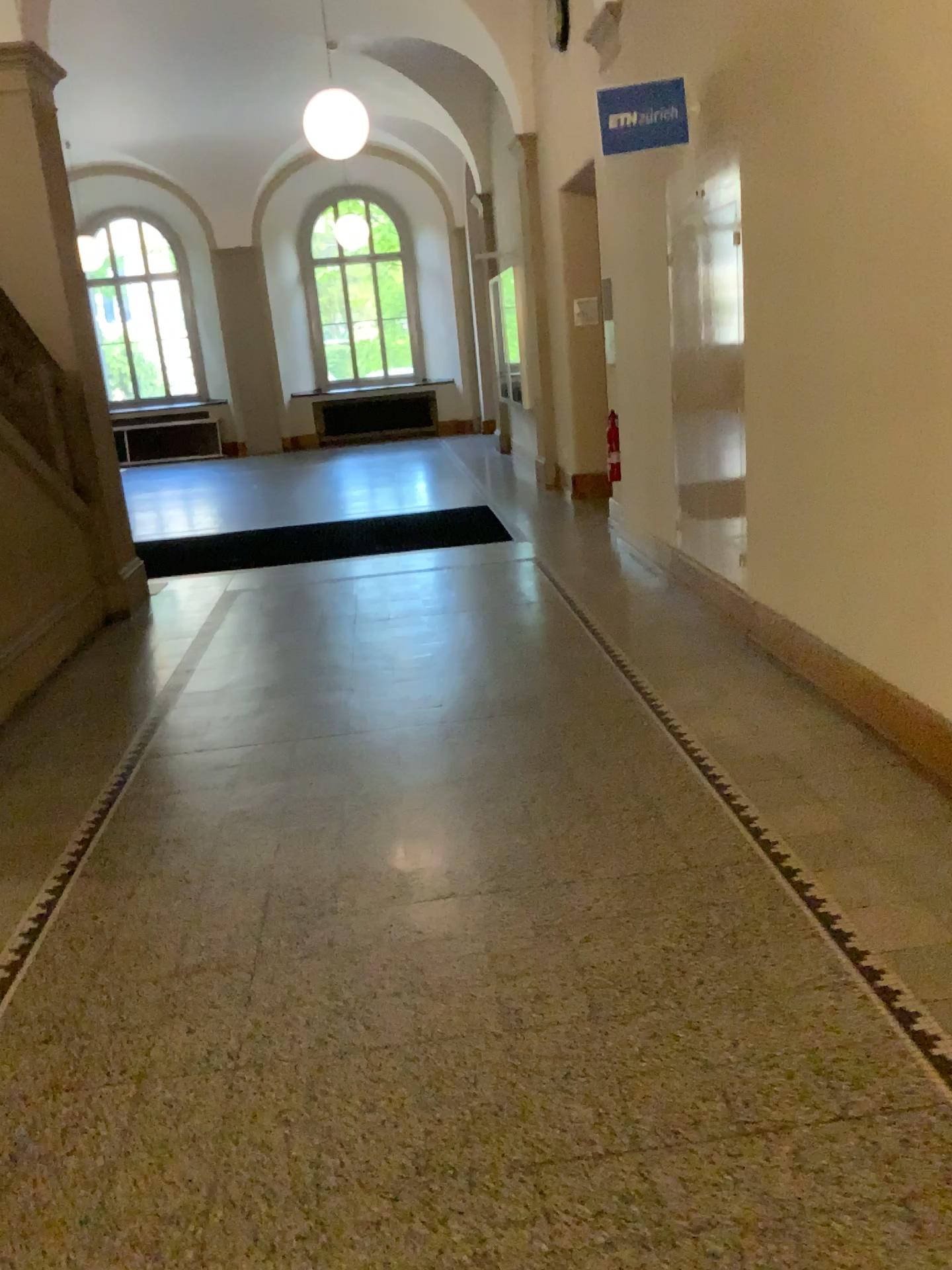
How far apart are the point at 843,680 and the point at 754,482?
1.17m
